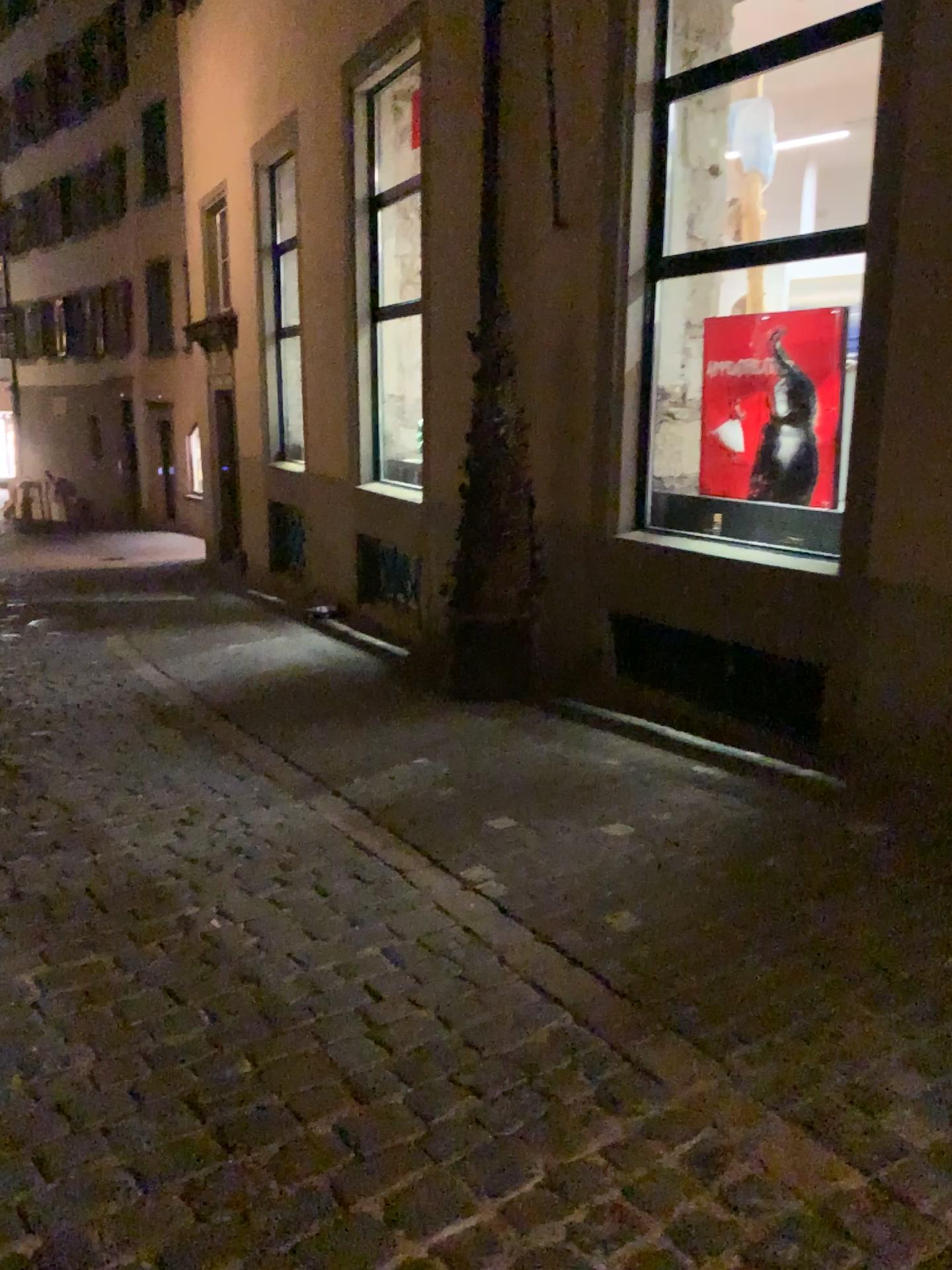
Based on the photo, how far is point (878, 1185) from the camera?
2.02m
